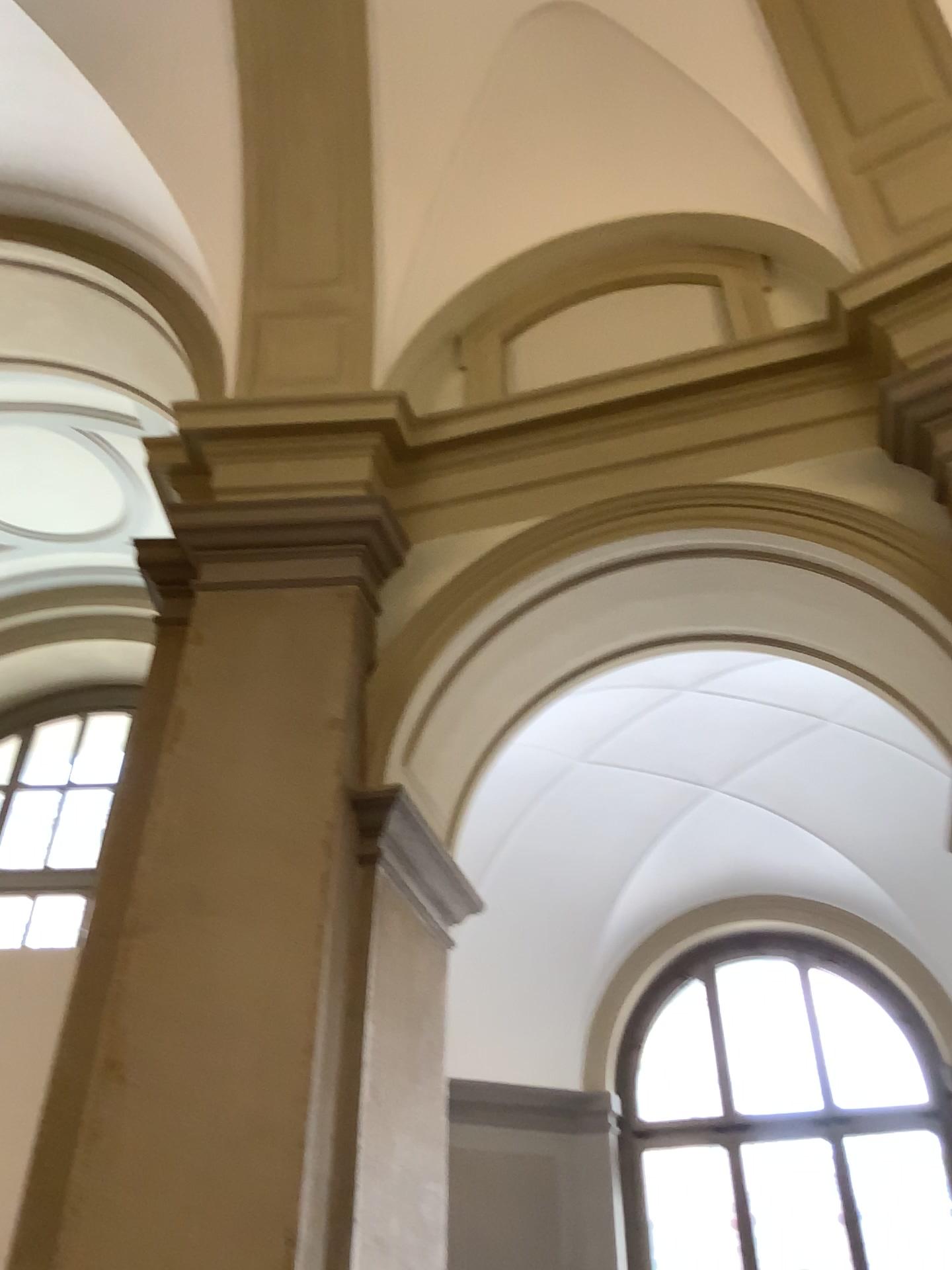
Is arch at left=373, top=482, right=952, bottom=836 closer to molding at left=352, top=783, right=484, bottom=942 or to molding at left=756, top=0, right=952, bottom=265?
molding at left=352, top=783, right=484, bottom=942

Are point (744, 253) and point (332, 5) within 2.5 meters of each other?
yes

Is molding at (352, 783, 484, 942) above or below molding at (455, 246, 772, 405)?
below

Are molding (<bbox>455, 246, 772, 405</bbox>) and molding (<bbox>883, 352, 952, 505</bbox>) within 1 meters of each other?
yes

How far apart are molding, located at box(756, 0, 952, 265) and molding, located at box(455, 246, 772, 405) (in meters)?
0.39

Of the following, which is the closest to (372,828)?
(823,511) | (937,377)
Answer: (823,511)

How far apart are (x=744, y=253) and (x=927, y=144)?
0.7m

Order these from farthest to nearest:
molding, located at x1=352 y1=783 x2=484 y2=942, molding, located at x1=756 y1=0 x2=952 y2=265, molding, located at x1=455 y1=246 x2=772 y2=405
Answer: molding, located at x1=455 y1=246 x2=772 y2=405
molding, located at x1=756 y1=0 x2=952 y2=265
molding, located at x1=352 y1=783 x2=484 y2=942

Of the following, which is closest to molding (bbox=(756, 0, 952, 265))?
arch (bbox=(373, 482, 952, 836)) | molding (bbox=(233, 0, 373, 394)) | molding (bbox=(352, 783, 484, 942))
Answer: arch (bbox=(373, 482, 952, 836))

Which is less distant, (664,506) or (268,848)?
(268,848)
